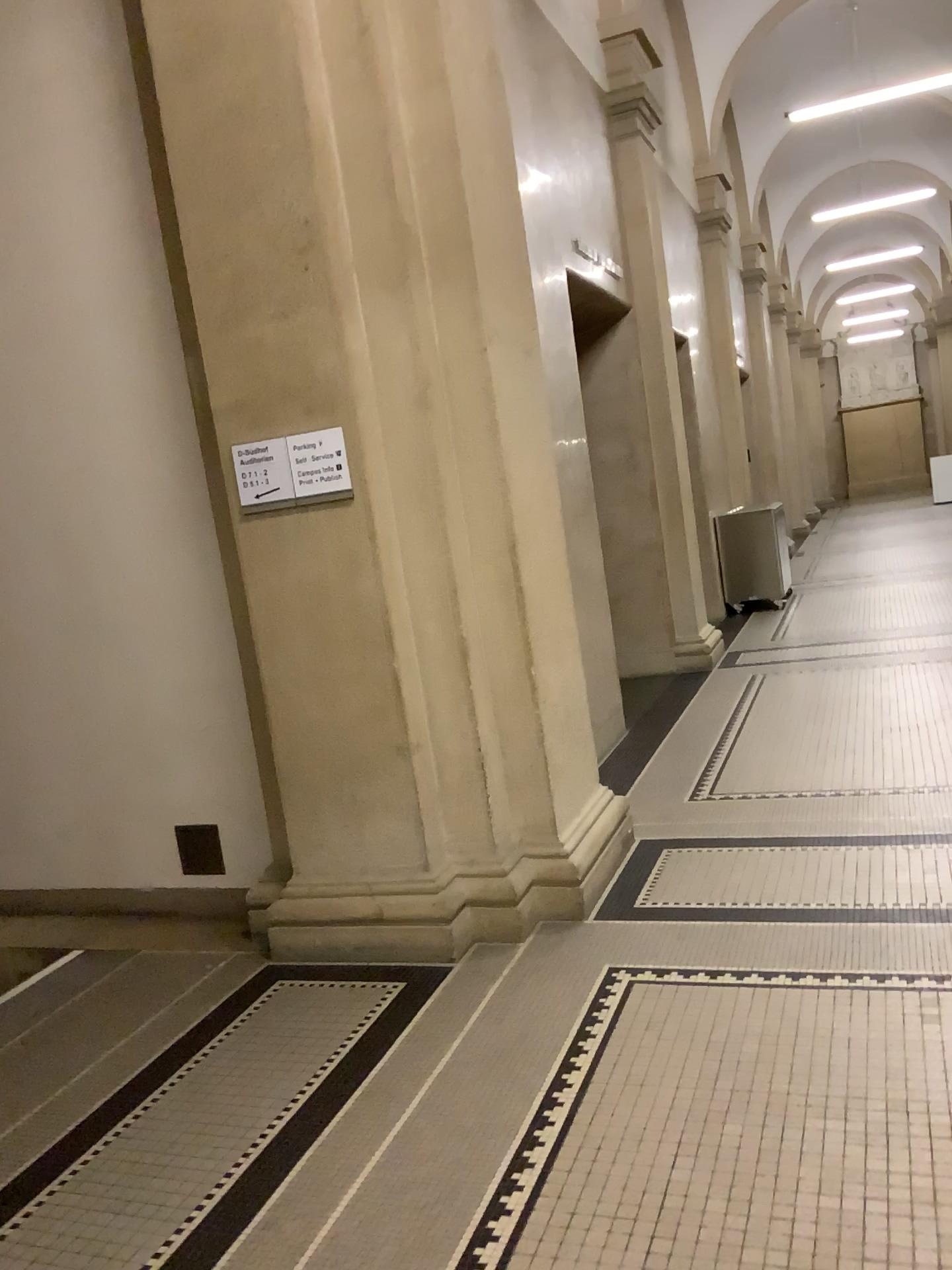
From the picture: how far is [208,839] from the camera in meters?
4.3 m

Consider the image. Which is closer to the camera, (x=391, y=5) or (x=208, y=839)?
(x=391, y=5)

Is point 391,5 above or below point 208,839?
above

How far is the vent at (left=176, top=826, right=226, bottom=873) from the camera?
4.3m

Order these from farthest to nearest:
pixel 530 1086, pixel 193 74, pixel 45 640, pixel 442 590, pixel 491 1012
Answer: pixel 45 640
pixel 442 590
pixel 193 74
pixel 491 1012
pixel 530 1086

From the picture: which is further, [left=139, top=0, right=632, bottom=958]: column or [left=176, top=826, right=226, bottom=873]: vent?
[left=176, top=826, right=226, bottom=873]: vent
